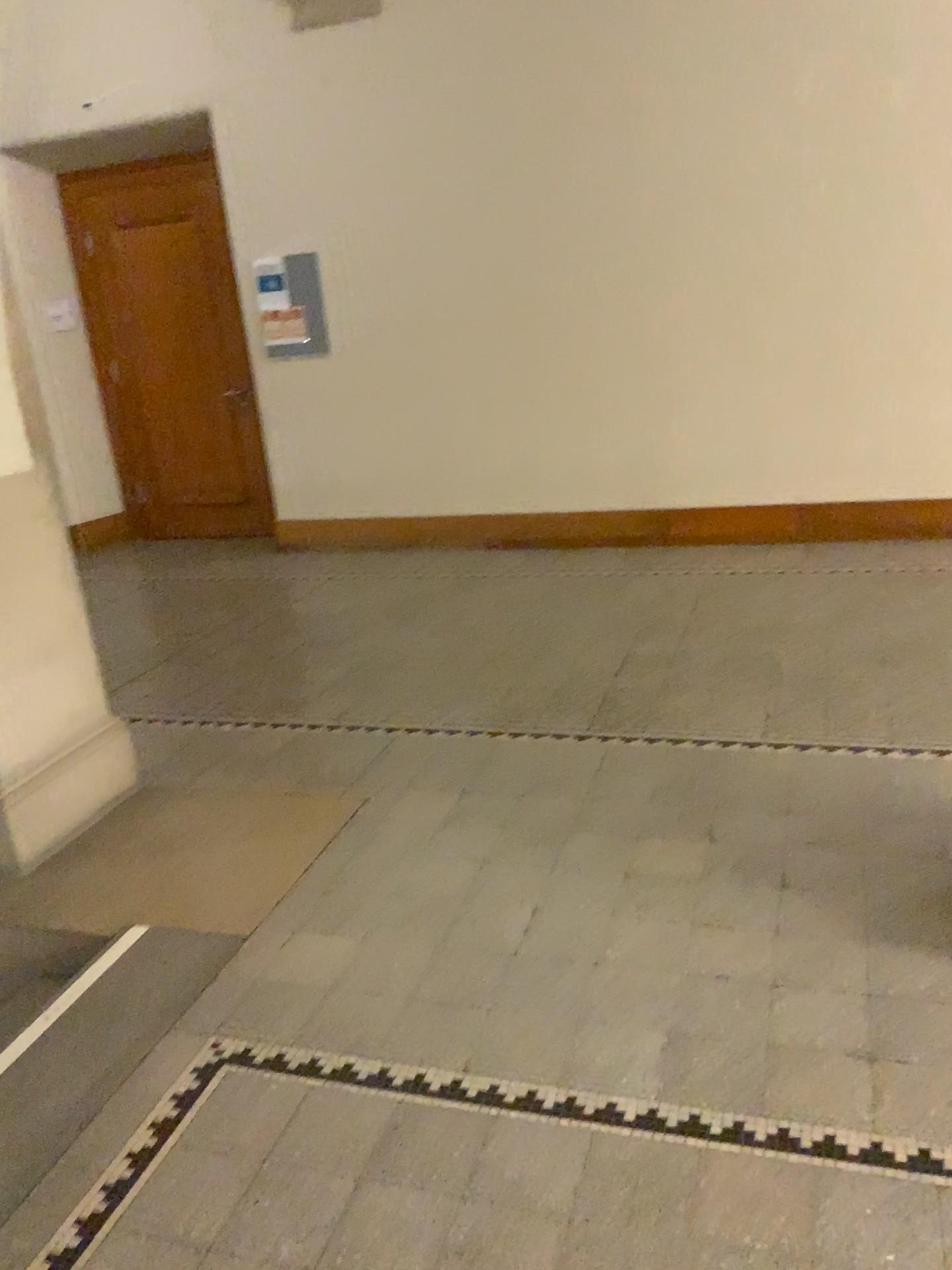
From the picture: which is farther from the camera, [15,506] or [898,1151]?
[15,506]

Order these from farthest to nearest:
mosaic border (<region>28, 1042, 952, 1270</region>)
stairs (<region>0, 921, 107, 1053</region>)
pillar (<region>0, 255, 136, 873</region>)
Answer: pillar (<region>0, 255, 136, 873</region>) < stairs (<region>0, 921, 107, 1053</region>) < mosaic border (<region>28, 1042, 952, 1270</region>)

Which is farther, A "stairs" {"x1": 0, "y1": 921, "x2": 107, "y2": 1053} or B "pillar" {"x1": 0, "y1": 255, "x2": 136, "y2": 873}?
B "pillar" {"x1": 0, "y1": 255, "x2": 136, "y2": 873}

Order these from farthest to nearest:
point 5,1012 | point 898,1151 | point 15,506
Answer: point 15,506
point 5,1012
point 898,1151

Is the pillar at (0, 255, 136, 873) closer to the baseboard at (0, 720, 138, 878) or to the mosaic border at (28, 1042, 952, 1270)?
the baseboard at (0, 720, 138, 878)

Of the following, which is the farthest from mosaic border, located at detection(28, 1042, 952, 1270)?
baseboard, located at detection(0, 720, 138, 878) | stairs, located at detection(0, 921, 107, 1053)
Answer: baseboard, located at detection(0, 720, 138, 878)

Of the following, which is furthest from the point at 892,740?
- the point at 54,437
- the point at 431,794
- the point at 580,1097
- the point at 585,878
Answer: the point at 54,437

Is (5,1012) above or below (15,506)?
below

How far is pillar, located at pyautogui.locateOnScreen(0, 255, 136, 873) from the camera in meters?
3.2
